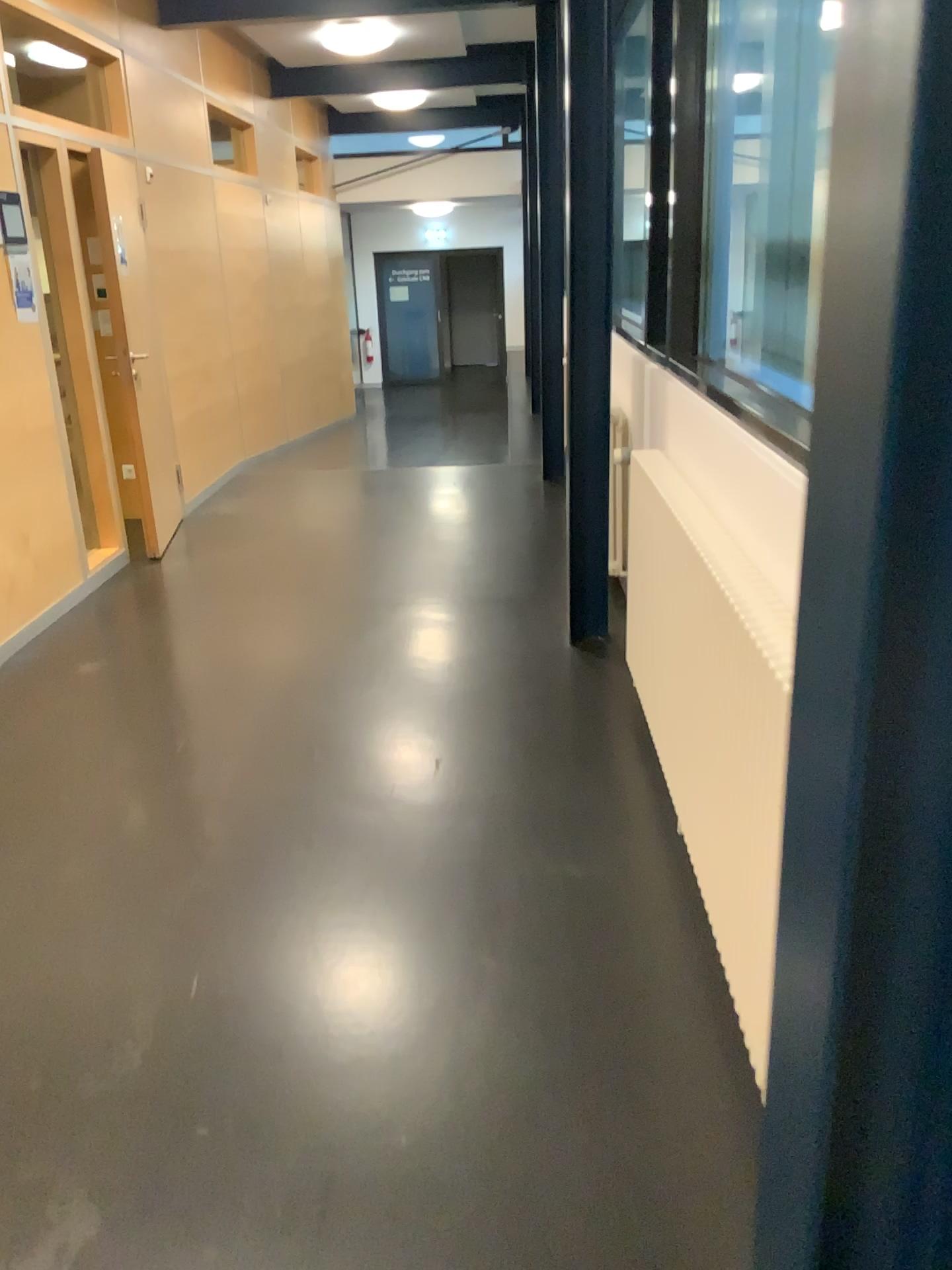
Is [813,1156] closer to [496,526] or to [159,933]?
[159,933]
